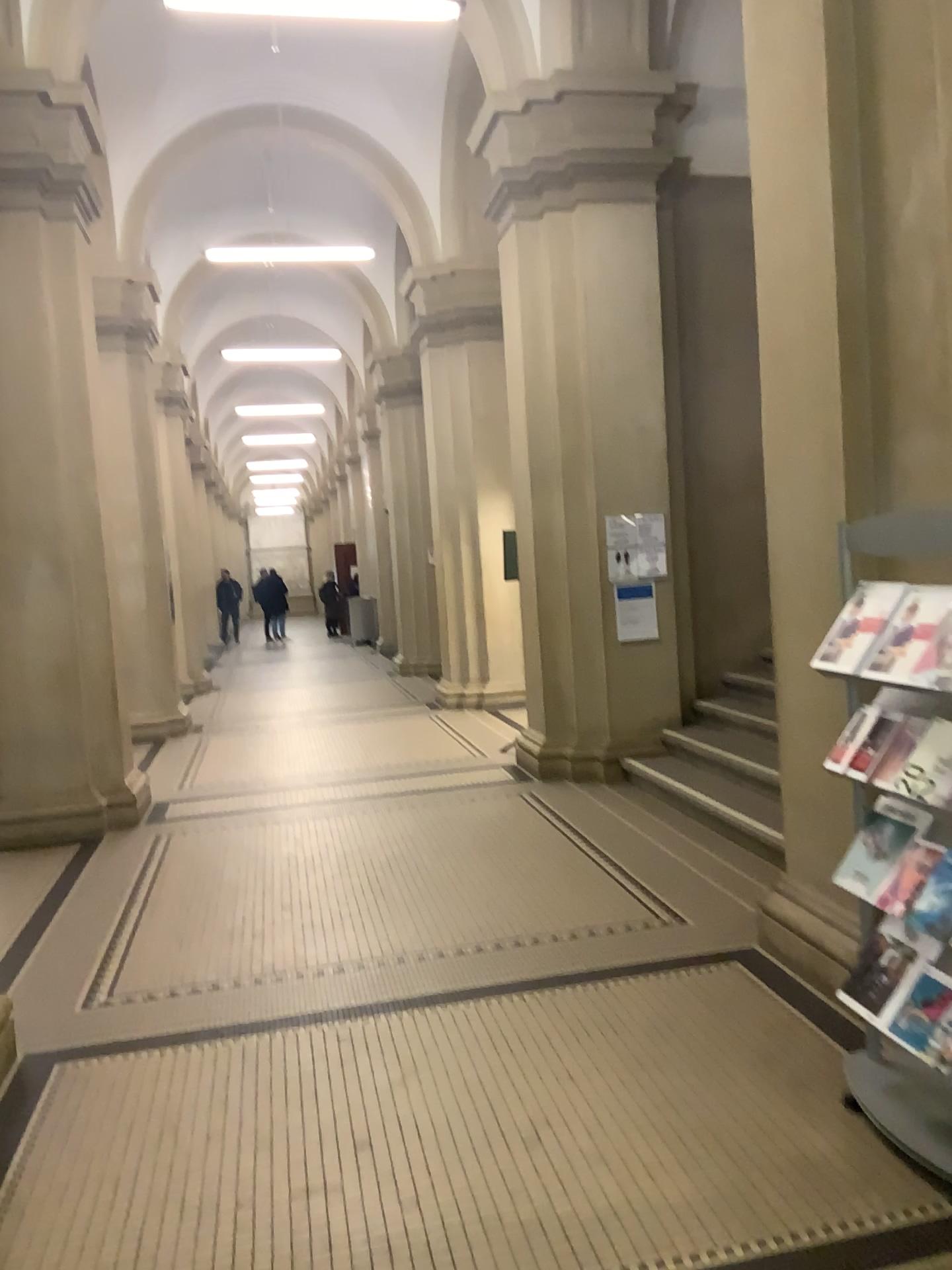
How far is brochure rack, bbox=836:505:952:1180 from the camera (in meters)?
2.65

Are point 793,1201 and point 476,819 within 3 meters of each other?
no

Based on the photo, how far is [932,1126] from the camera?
2.6m
